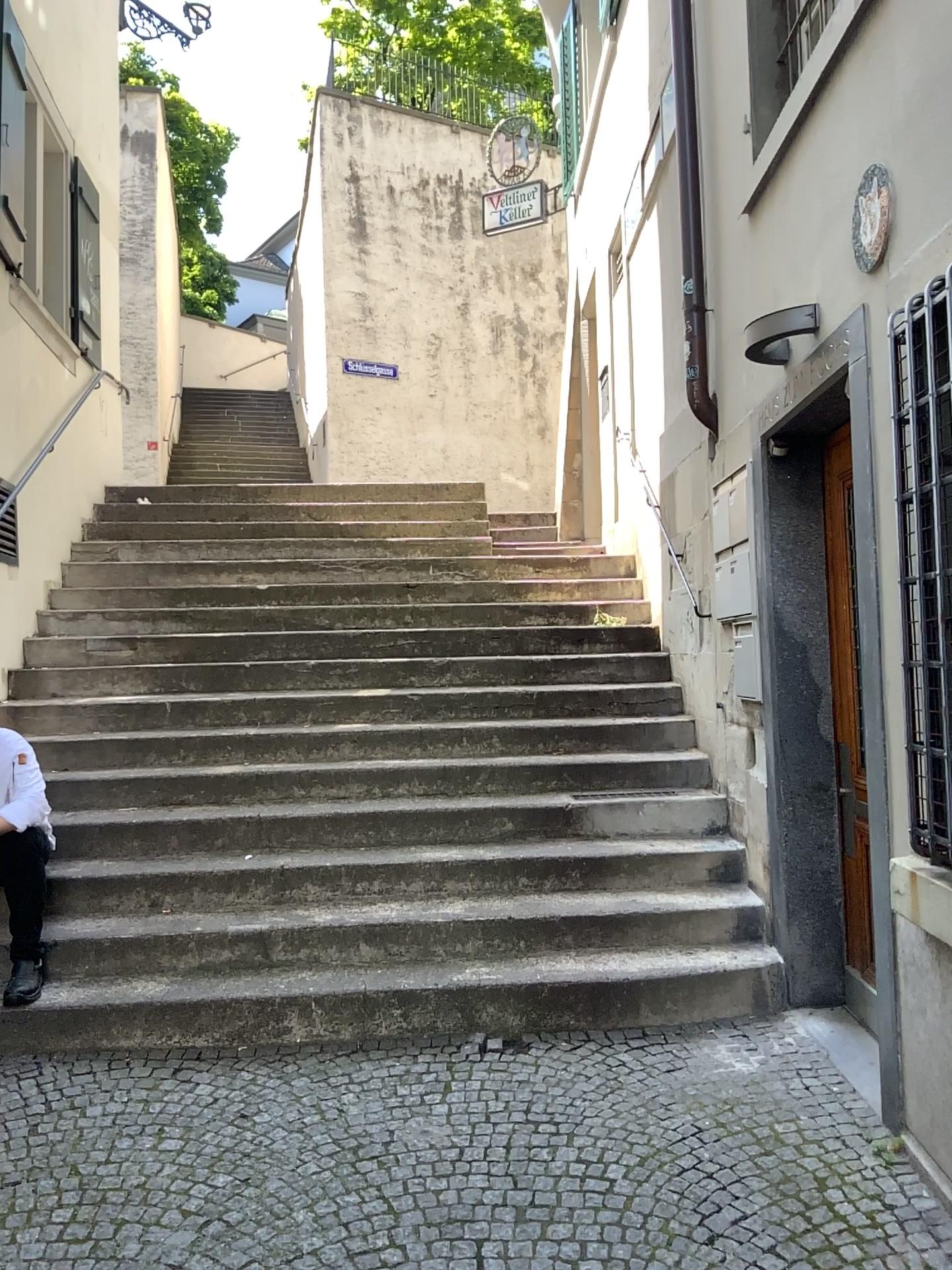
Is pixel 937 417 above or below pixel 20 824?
above

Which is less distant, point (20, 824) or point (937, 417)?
point (937, 417)

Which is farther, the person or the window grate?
the person

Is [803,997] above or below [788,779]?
below
